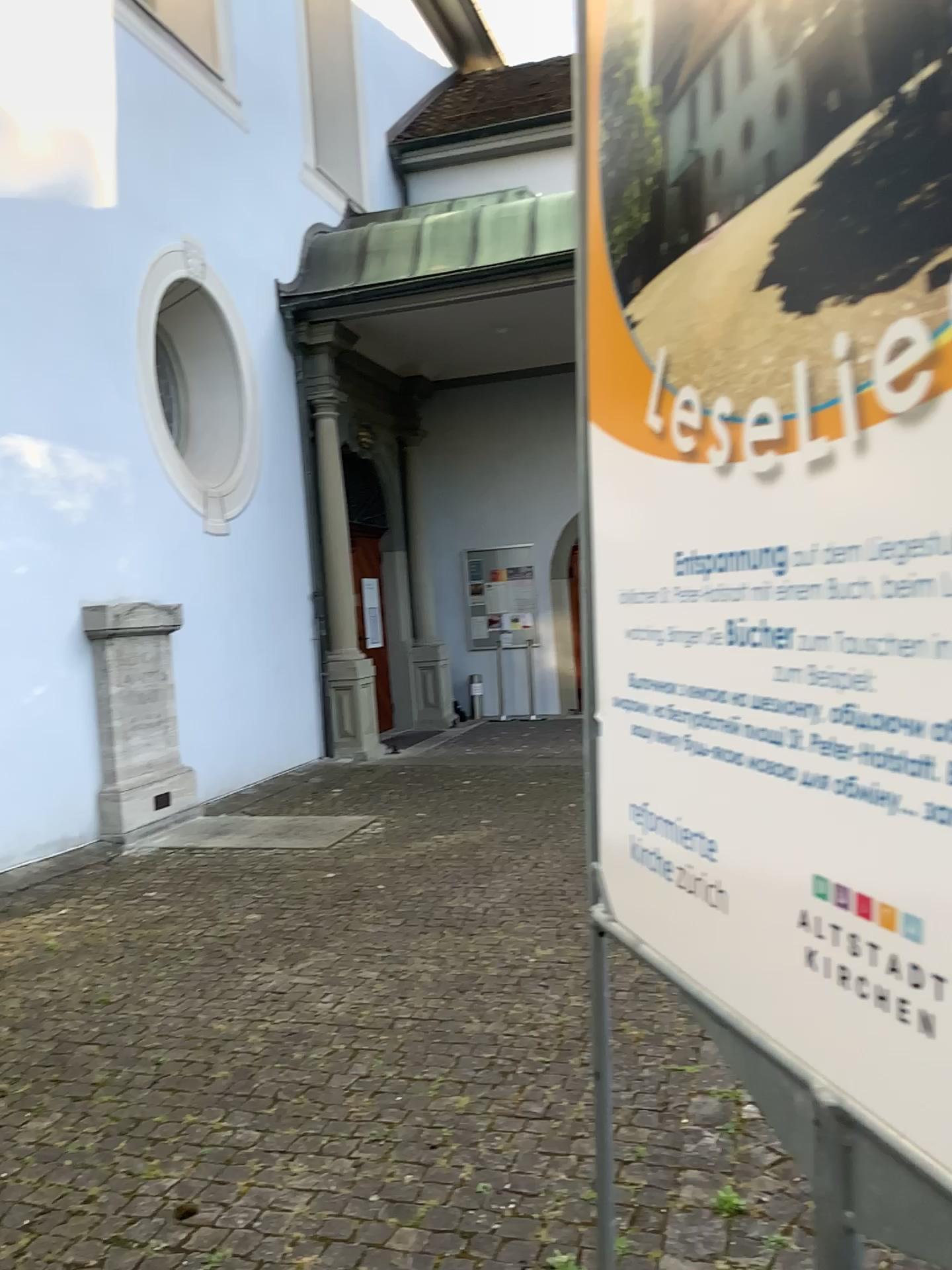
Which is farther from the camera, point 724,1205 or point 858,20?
point 724,1205

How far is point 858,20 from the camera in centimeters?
67cm

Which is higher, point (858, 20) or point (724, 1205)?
point (858, 20)

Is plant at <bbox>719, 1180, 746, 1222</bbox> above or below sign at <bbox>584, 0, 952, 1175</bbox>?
below

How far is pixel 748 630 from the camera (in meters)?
0.84

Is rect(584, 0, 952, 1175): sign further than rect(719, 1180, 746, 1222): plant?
No

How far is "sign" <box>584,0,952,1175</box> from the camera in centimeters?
67cm
